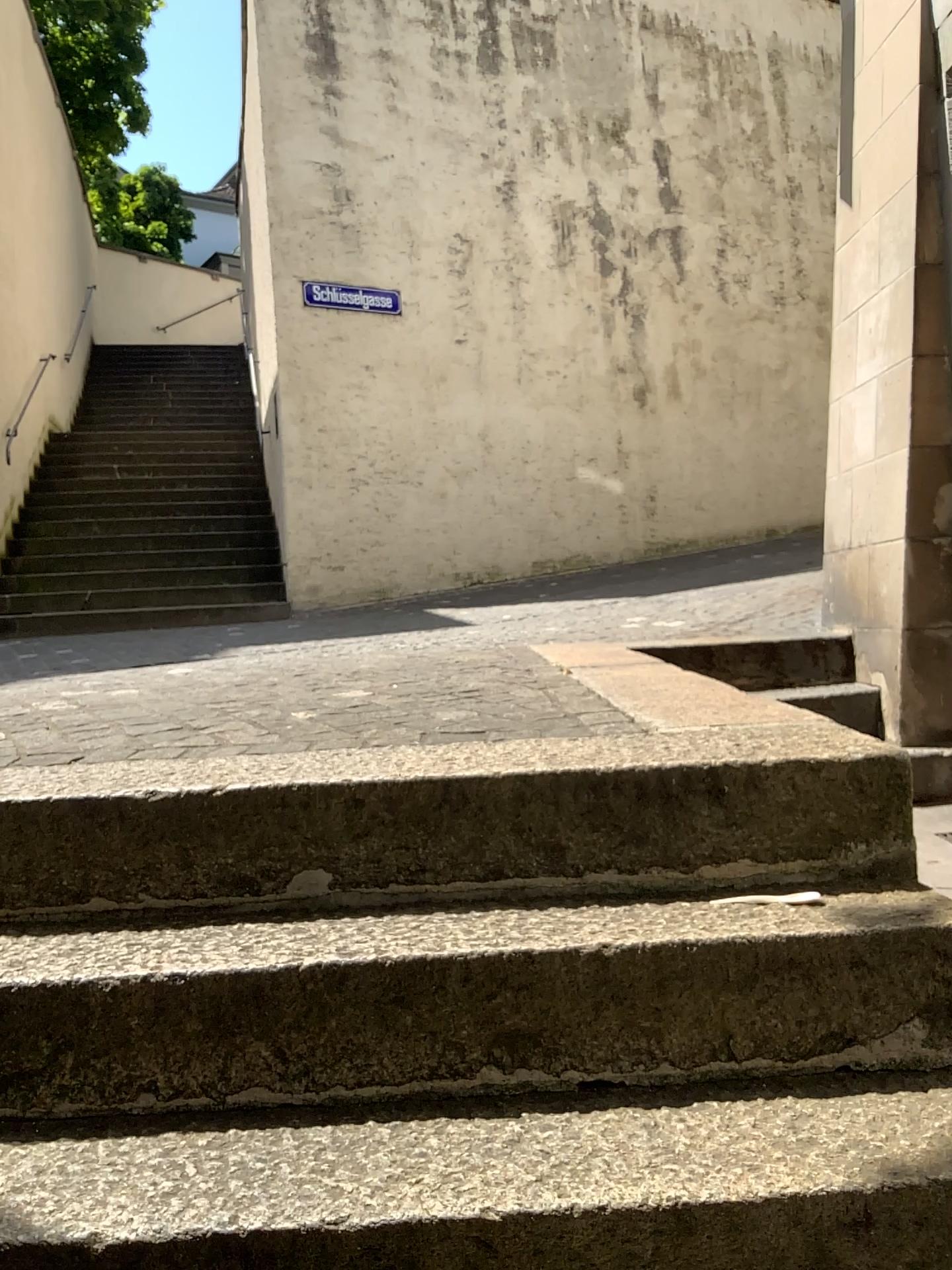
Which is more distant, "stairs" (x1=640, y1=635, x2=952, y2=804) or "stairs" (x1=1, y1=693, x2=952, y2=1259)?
"stairs" (x1=640, y1=635, x2=952, y2=804)

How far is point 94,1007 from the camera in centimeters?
136cm

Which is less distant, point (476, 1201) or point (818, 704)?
point (476, 1201)
